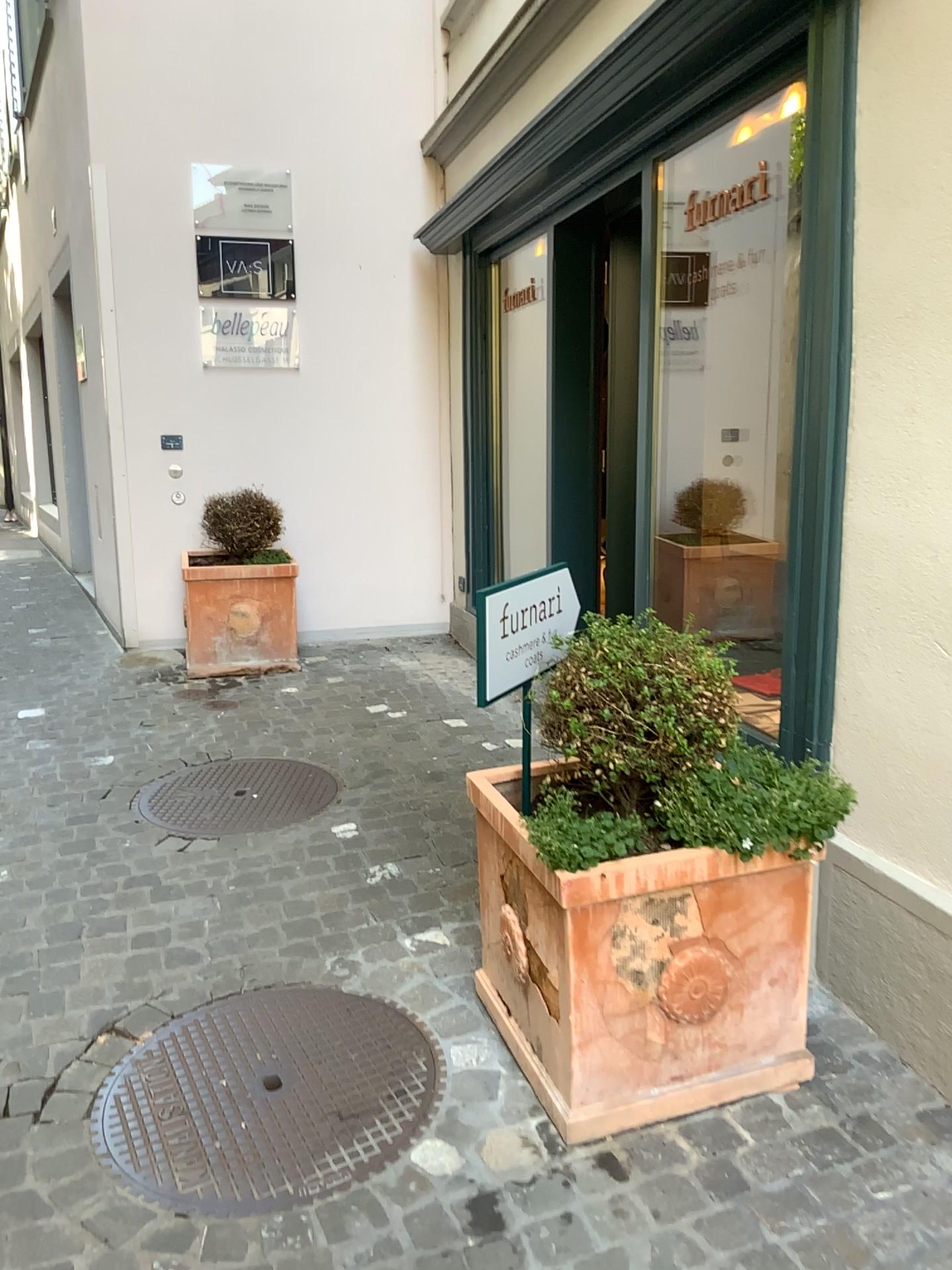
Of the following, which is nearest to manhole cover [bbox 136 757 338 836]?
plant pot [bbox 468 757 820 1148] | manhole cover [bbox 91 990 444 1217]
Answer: manhole cover [bbox 91 990 444 1217]

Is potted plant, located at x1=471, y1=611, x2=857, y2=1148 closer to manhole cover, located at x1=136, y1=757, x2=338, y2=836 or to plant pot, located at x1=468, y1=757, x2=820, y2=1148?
plant pot, located at x1=468, y1=757, x2=820, y2=1148

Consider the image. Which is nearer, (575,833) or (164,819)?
(575,833)

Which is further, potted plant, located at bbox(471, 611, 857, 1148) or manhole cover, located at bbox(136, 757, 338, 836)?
manhole cover, located at bbox(136, 757, 338, 836)

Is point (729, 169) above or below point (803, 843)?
above

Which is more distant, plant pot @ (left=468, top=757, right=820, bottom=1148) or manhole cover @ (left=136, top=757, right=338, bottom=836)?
manhole cover @ (left=136, top=757, right=338, bottom=836)

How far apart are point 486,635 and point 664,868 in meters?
0.6 m

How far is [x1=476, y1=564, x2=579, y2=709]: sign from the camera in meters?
2.1 m

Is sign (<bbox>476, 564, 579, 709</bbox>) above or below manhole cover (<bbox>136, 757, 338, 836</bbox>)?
above

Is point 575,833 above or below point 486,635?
below
